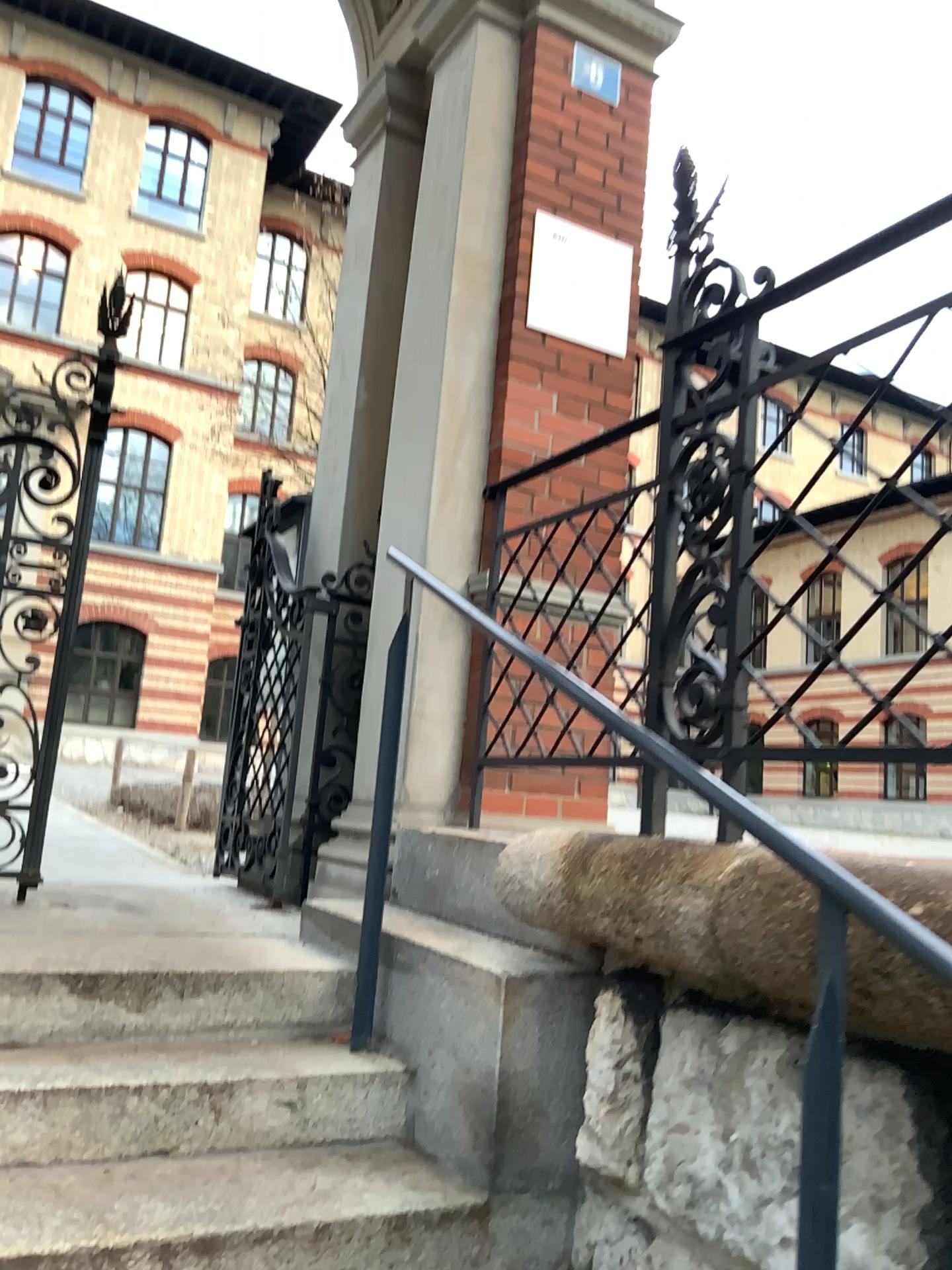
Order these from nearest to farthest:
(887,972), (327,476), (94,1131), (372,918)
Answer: (887,972)
(94,1131)
(372,918)
(327,476)
